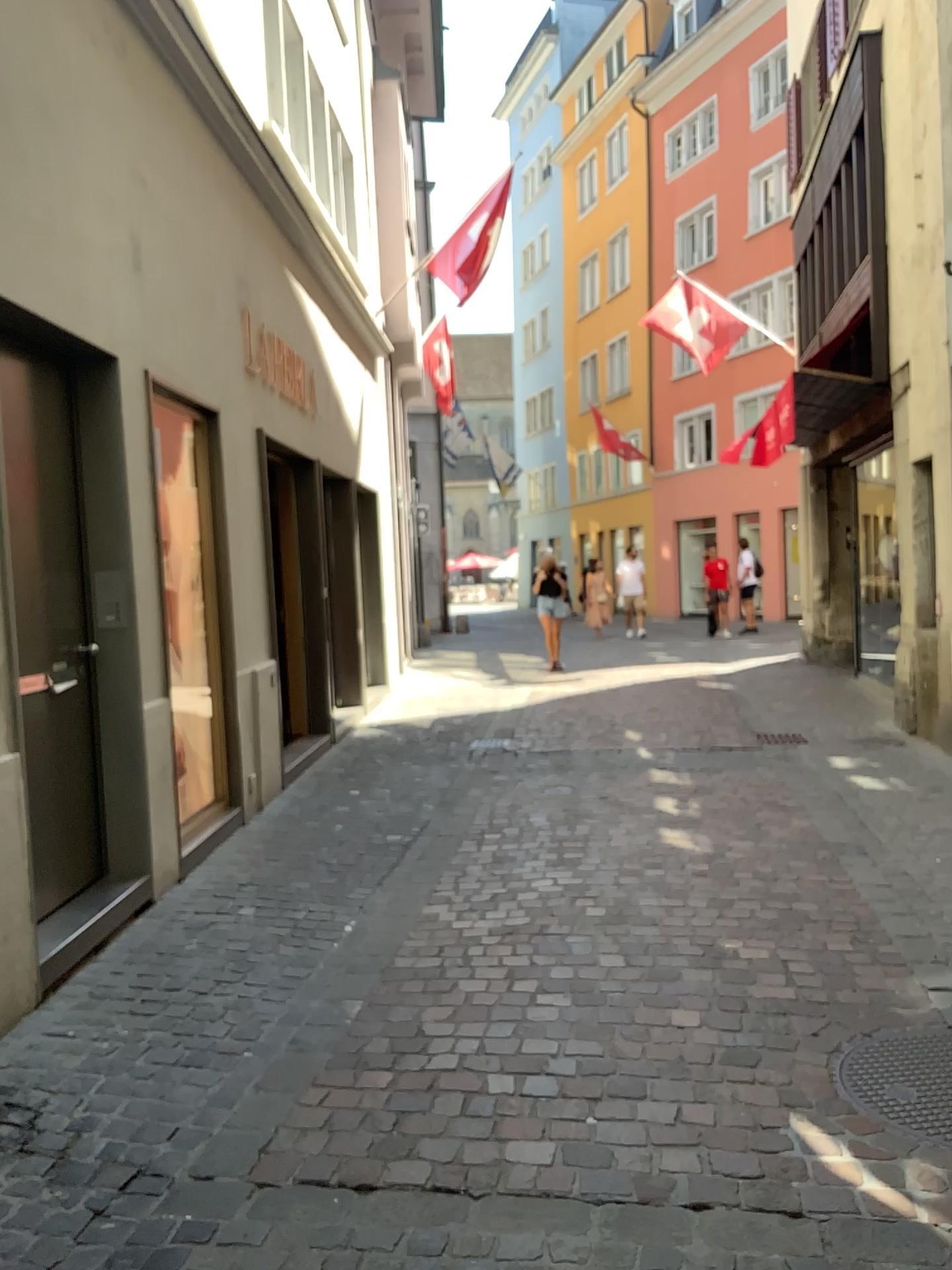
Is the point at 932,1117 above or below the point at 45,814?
below

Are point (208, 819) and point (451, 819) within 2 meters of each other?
yes

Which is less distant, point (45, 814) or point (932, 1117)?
point (932, 1117)

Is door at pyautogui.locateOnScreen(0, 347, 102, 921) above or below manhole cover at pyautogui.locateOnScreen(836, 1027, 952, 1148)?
above

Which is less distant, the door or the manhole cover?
the manhole cover
